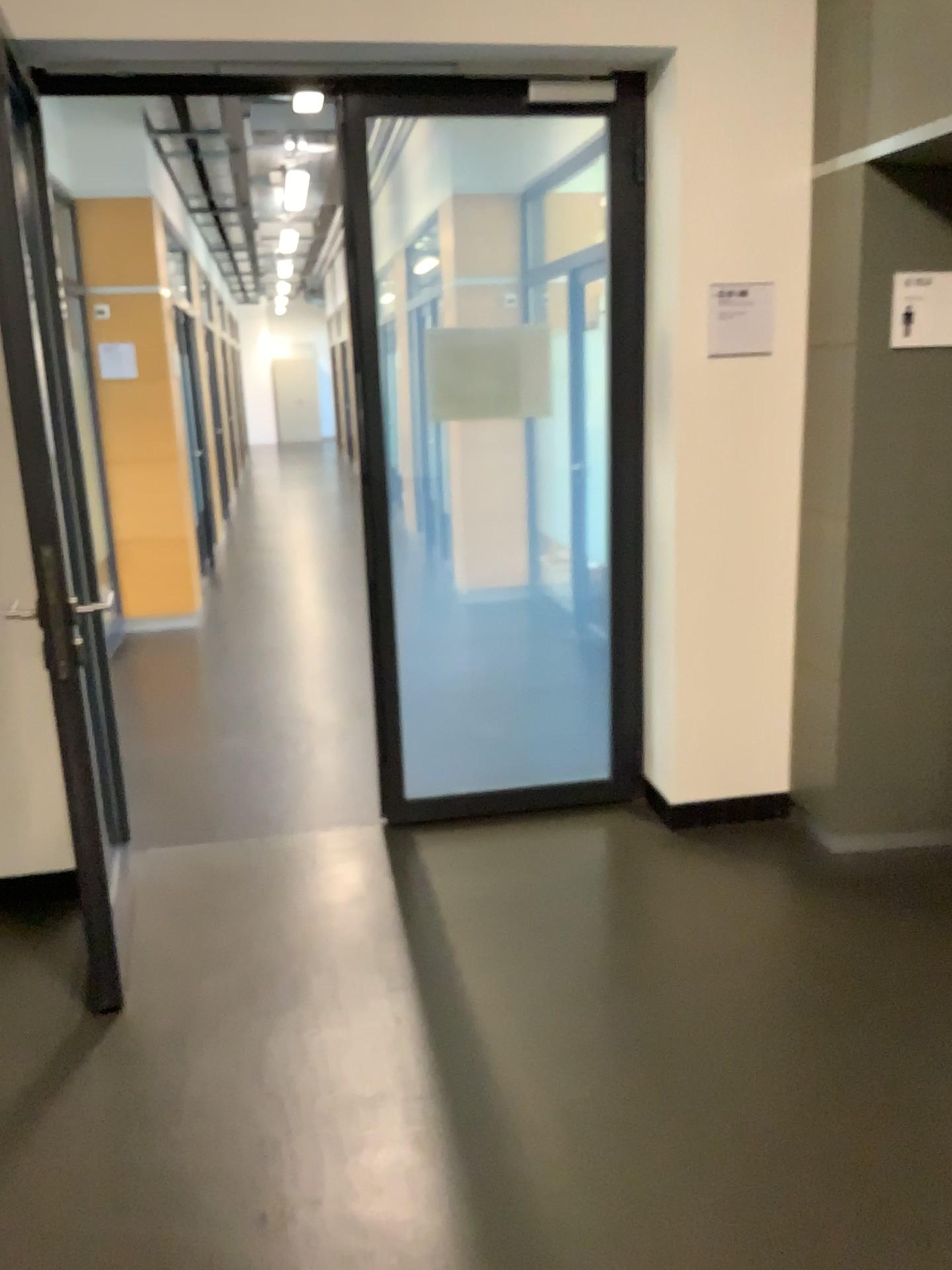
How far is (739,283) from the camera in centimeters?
331cm

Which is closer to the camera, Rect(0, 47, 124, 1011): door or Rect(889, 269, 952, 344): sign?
Rect(0, 47, 124, 1011): door

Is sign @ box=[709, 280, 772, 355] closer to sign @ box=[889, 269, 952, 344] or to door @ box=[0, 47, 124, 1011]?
sign @ box=[889, 269, 952, 344]

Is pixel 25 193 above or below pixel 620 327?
above

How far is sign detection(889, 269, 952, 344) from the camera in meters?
3.0

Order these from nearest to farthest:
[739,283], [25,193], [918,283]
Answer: [25,193] → [918,283] → [739,283]

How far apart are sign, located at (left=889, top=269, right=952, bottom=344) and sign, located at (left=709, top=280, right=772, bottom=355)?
0.4 meters

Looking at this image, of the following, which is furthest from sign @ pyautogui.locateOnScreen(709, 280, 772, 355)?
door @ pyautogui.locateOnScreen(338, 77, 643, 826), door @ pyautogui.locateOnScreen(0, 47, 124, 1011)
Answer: door @ pyautogui.locateOnScreen(0, 47, 124, 1011)

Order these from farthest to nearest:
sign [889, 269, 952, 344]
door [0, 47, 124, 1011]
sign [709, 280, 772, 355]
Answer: sign [709, 280, 772, 355]
sign [889, 269, 952, 344]
door [0, 47, 124, 1011]

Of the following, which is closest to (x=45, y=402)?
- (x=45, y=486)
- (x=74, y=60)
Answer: (x=45, y=486)
